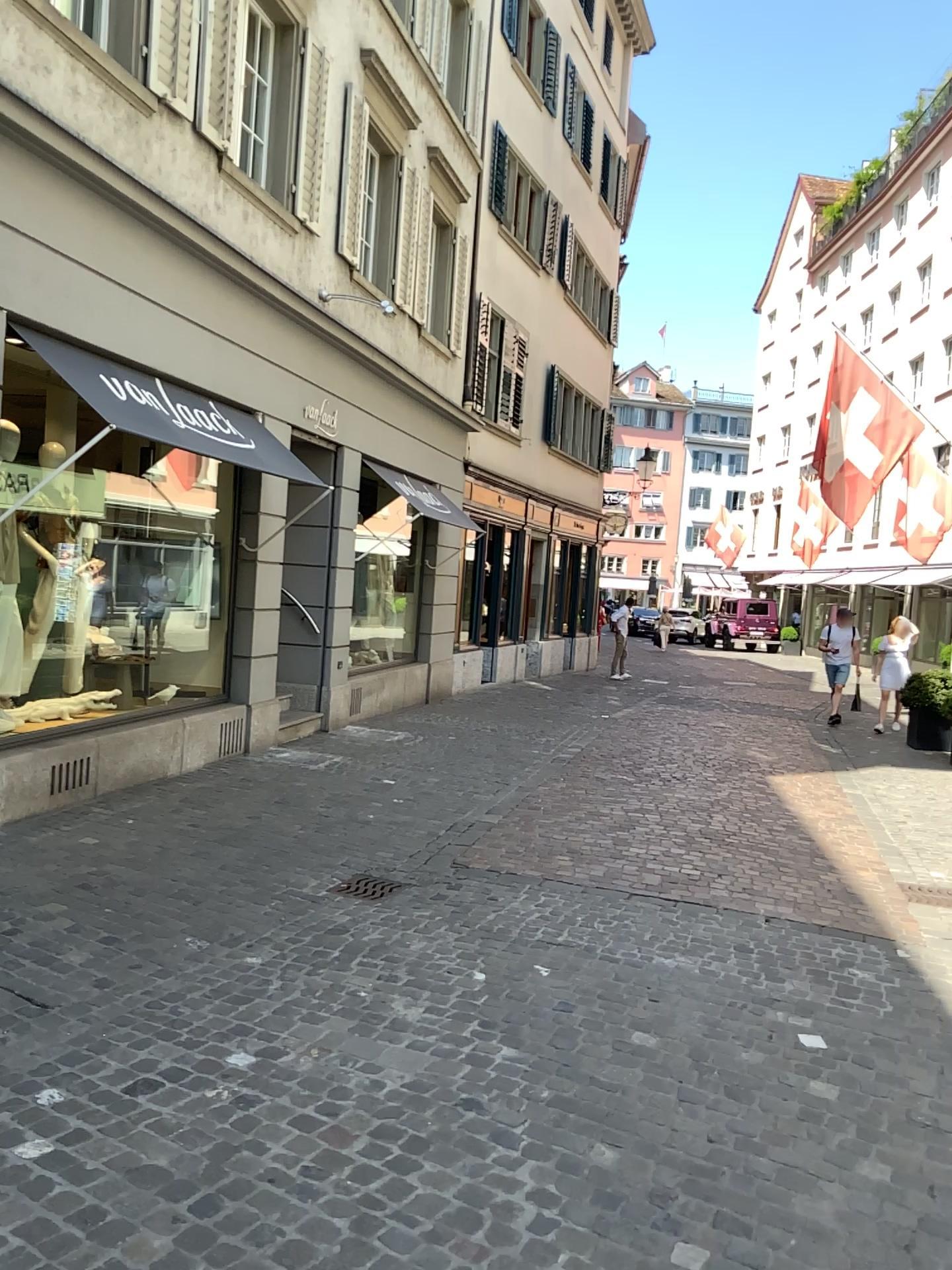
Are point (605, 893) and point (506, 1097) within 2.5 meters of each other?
yes
